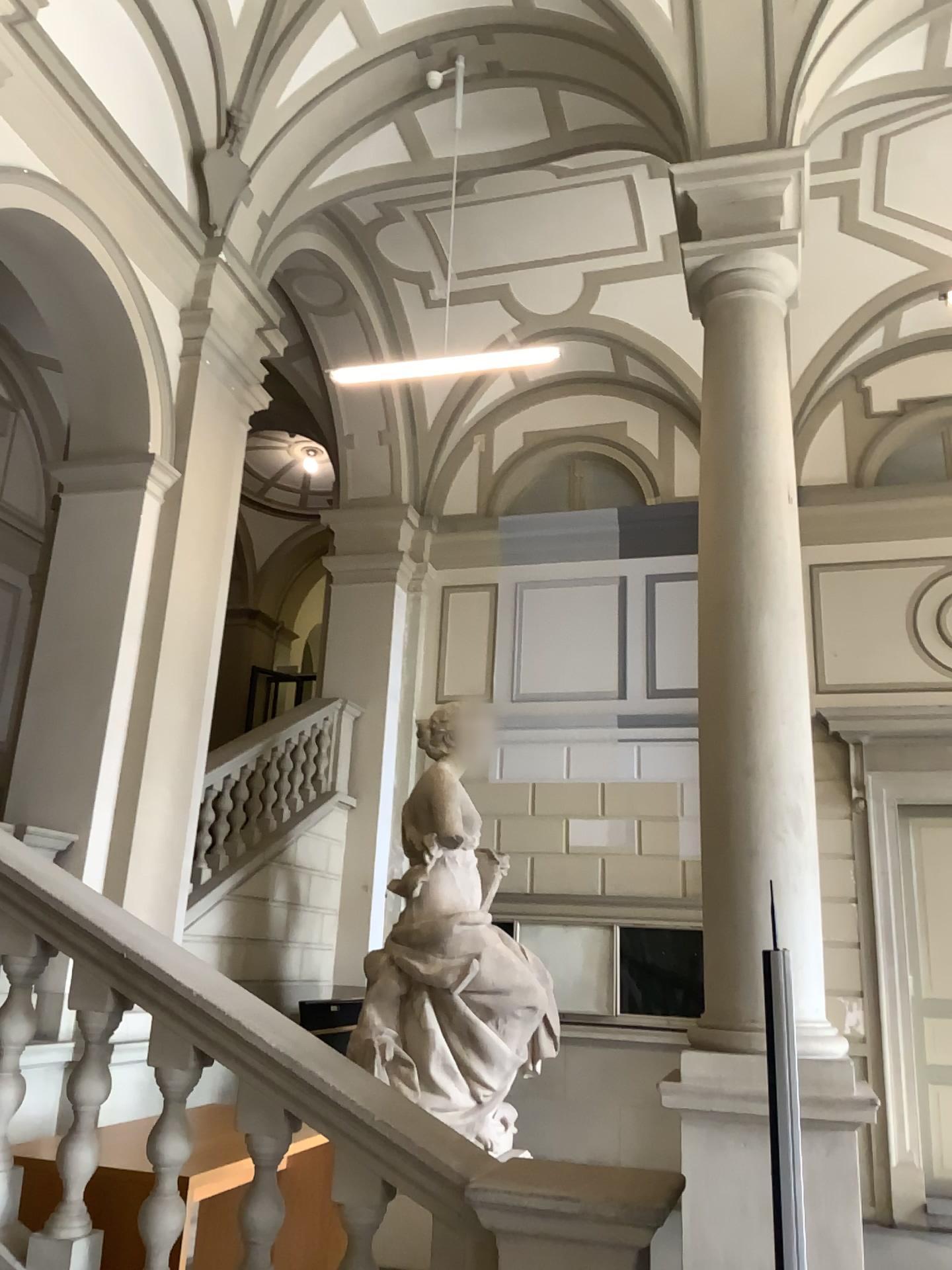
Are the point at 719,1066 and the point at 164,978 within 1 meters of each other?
no
